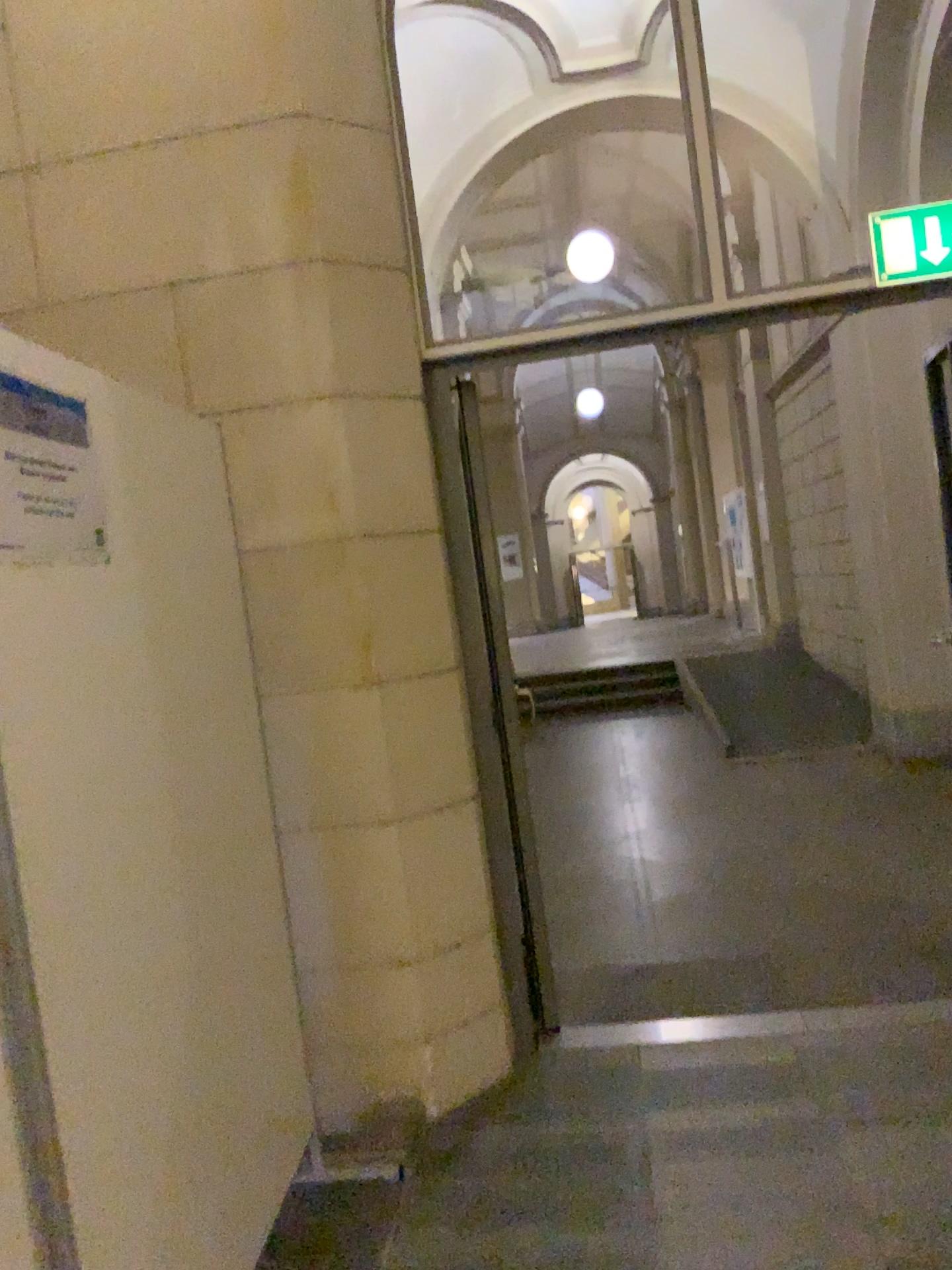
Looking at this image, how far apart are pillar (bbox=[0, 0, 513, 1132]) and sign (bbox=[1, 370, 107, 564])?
1.09m

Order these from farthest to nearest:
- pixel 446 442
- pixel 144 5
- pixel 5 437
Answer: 1. pixel 446 442
2. pixel 144 5
3. pixel 5 437

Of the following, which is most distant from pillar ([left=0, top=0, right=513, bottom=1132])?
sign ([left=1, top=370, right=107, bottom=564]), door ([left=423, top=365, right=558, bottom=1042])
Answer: sign ([left=1, top=370, right=107, bottom=564])

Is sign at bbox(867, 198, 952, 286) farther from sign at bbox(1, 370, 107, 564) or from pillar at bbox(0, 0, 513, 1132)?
sign at bbox(1, 370, 107, 564)

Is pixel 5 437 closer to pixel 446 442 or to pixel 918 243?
pixel 446 442

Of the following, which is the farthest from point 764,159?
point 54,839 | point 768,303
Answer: point 54,839

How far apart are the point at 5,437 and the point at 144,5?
2.0 meters

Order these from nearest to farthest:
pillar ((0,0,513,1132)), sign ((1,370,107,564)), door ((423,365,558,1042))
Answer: sign ((1,370,107,564)) → pillar ((0,0,513,1132)) → door ((423,365,558,1042))

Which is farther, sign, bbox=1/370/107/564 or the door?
the door

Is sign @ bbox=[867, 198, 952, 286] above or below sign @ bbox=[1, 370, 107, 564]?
above
